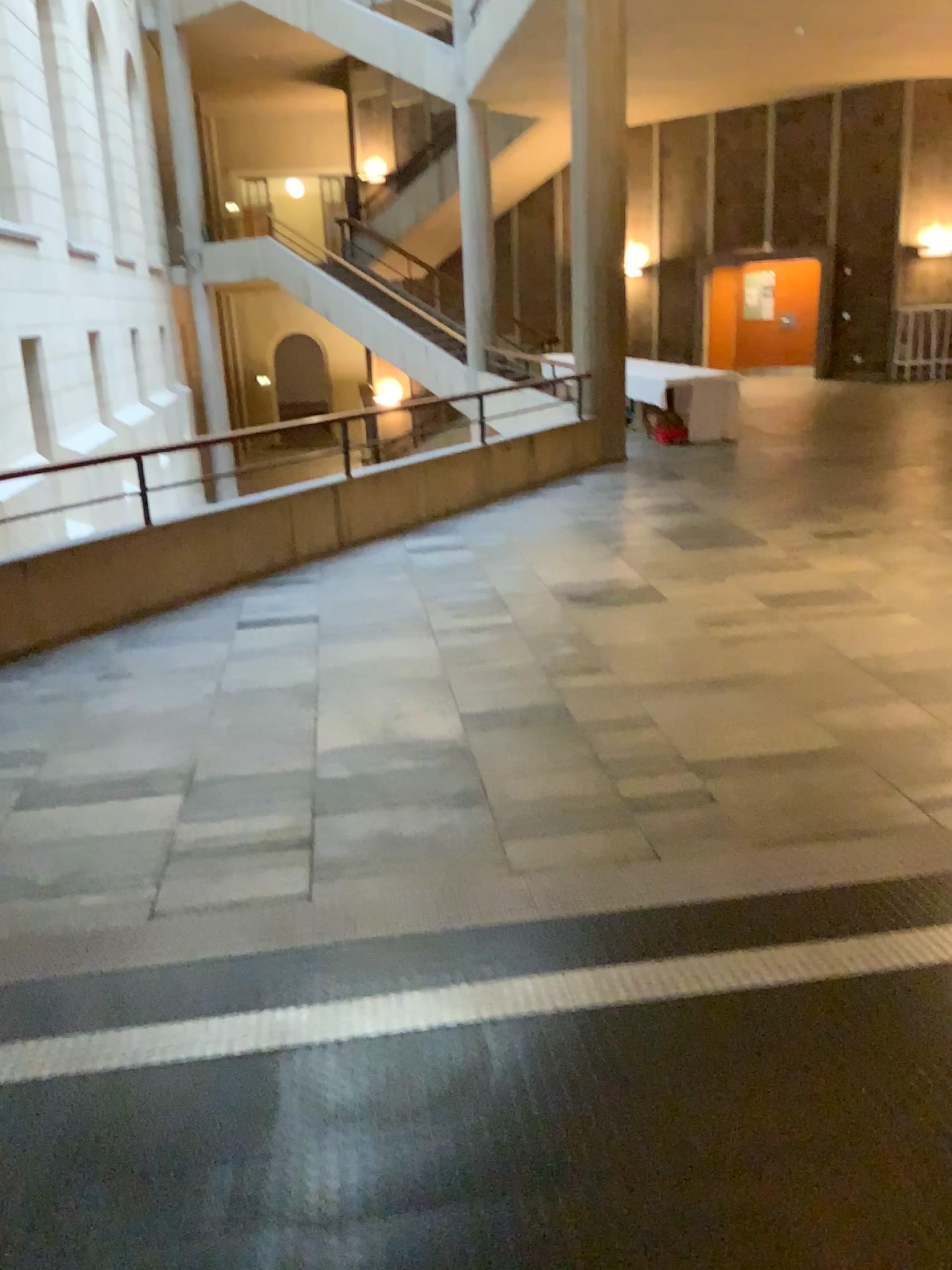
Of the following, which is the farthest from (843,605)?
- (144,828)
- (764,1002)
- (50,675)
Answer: (50,675)
